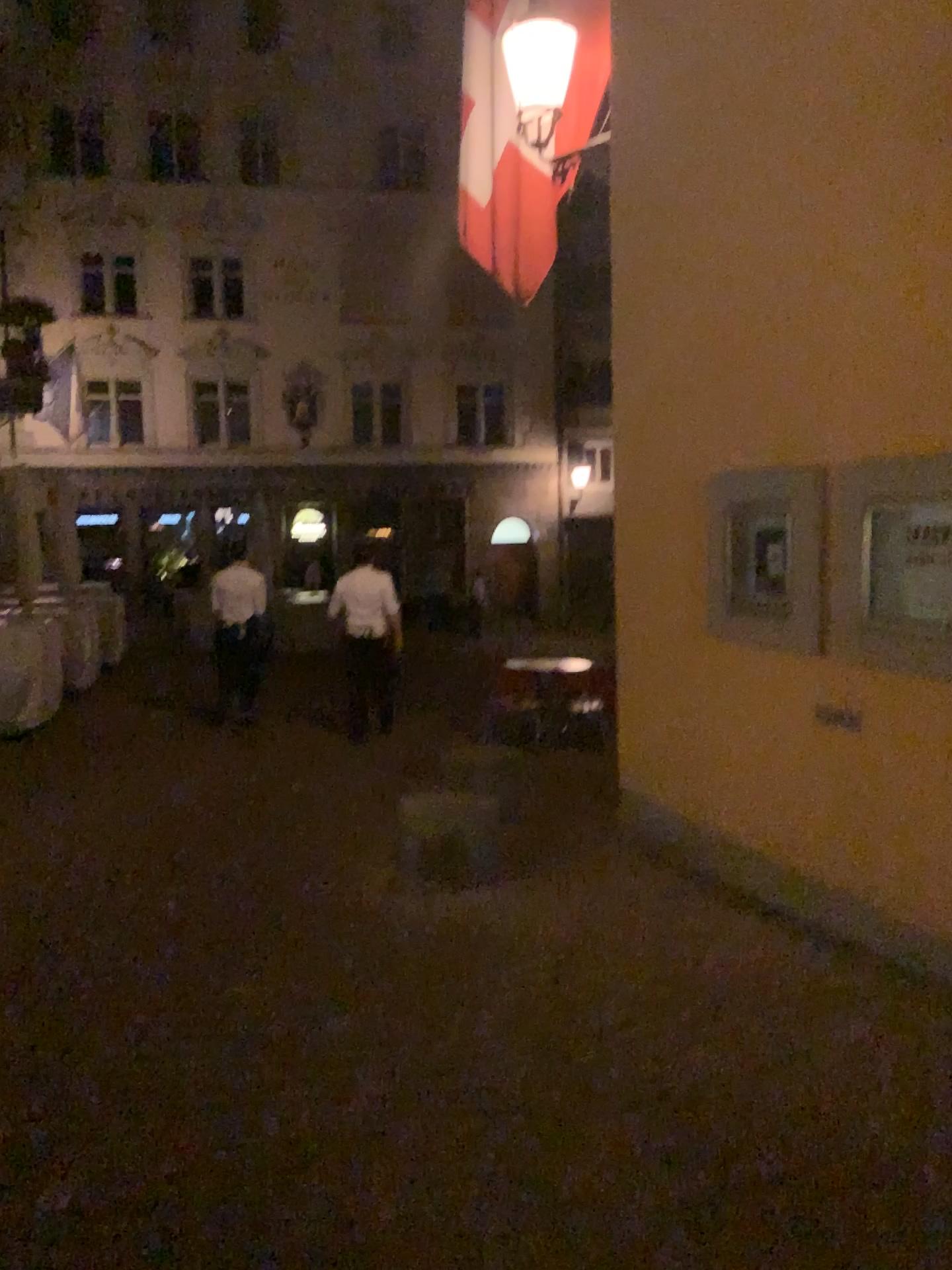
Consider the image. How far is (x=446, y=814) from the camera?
5.0 meters
